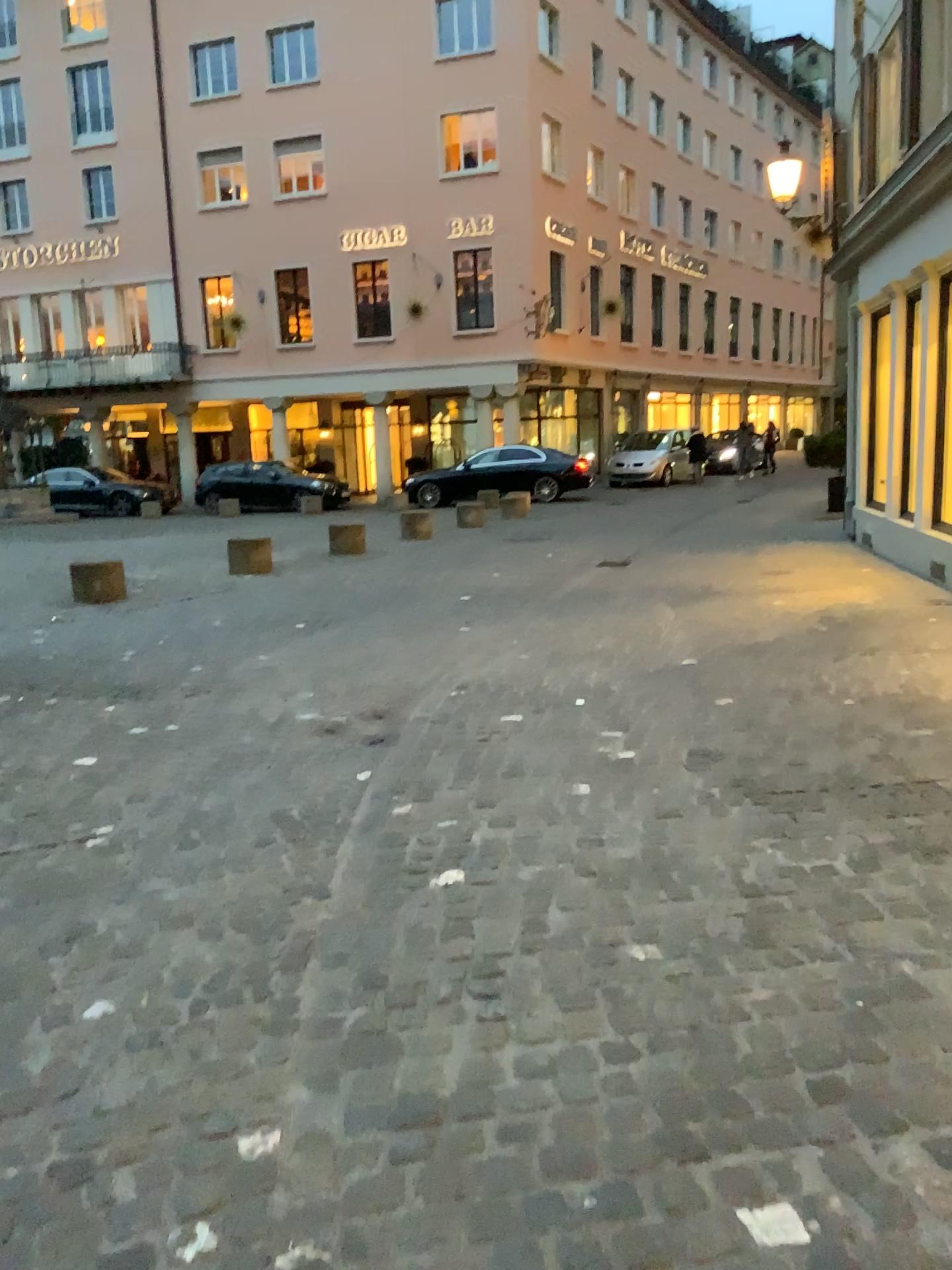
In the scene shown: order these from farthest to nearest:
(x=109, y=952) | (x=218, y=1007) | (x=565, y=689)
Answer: (x=565, y=689)
(x=109, y=952)
(x=218, y=1007)
